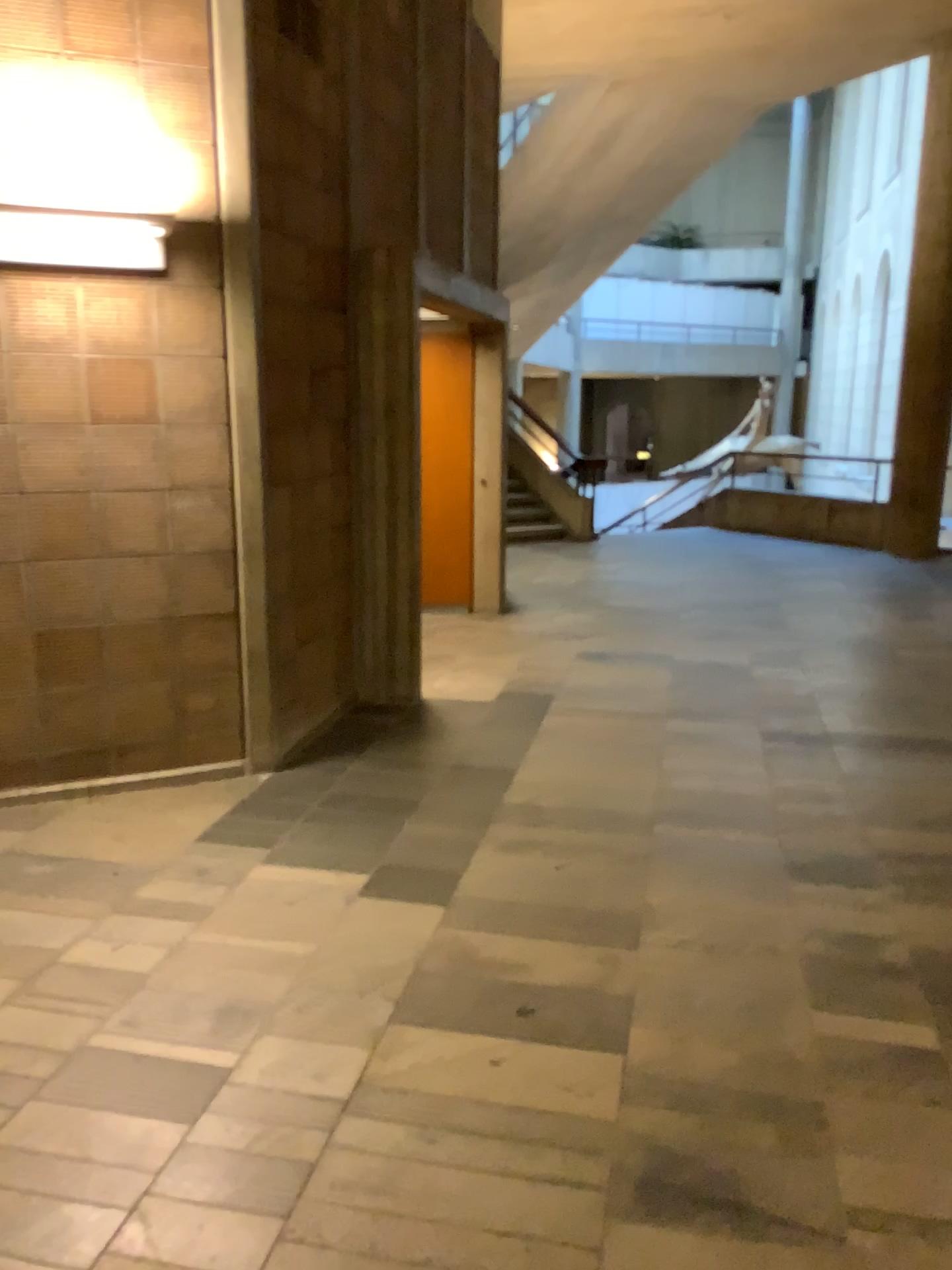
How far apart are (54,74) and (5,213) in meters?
0.6 m

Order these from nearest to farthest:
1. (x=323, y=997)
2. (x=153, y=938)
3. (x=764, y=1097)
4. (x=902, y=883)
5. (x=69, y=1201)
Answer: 1. (x=69, y=1201)
2. (x=764, y=1097)
3. (x=323, y=997)
4. (x=153, y=938)
5. (x=902, y=883)

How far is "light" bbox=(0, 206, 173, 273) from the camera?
3.44m

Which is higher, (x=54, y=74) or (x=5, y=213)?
(x=54, y=74)

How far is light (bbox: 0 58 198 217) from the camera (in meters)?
3.61

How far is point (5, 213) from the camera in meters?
3.4 m
